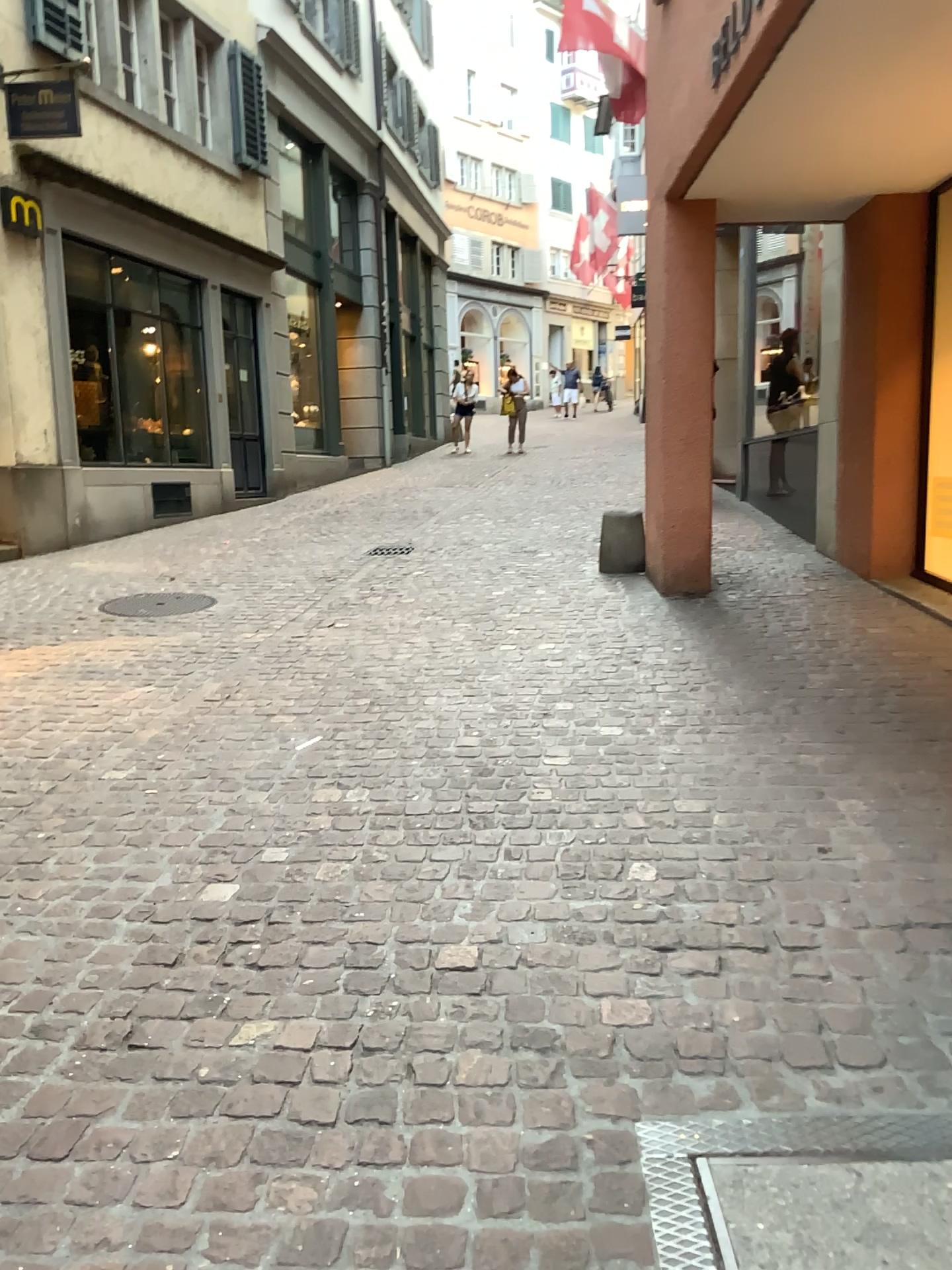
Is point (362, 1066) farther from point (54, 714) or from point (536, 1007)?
point (54, 714)
